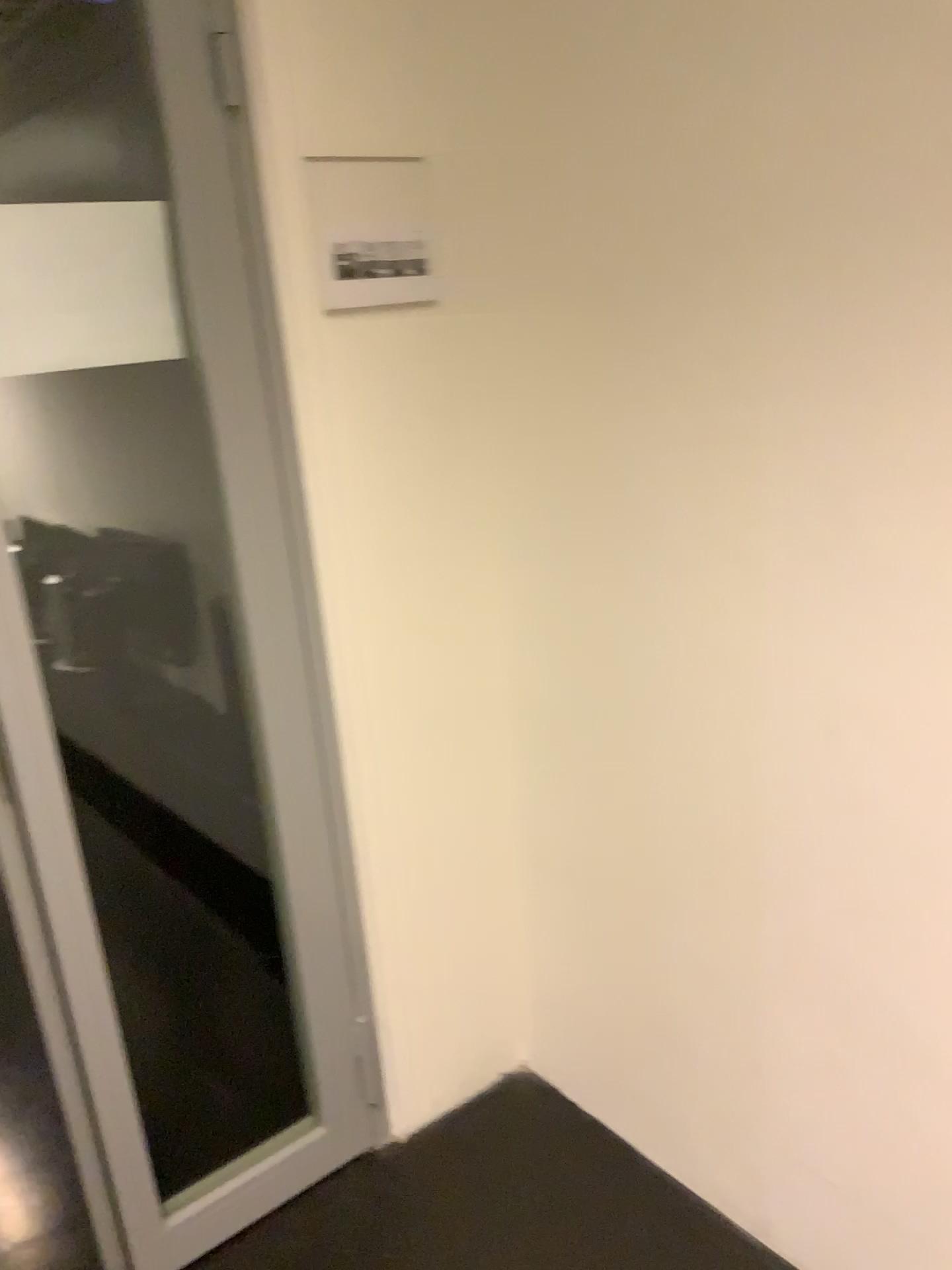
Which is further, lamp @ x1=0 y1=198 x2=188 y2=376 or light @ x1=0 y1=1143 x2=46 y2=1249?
light @ x1=0 y1=1143 x2=46 y2=1249

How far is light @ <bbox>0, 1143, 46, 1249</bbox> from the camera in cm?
184

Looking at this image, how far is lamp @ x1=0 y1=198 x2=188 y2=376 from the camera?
1.4 meters

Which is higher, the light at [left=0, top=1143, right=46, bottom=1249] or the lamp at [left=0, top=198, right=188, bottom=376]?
the lamp at [left=0, top=198, right=188, bottom=376]

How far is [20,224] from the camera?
1.4m

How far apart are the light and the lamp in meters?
1.5 m

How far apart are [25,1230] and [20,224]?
1.7 meters

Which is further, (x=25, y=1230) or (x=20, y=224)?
(x=25, y=1230)

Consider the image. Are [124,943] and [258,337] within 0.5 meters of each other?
no
